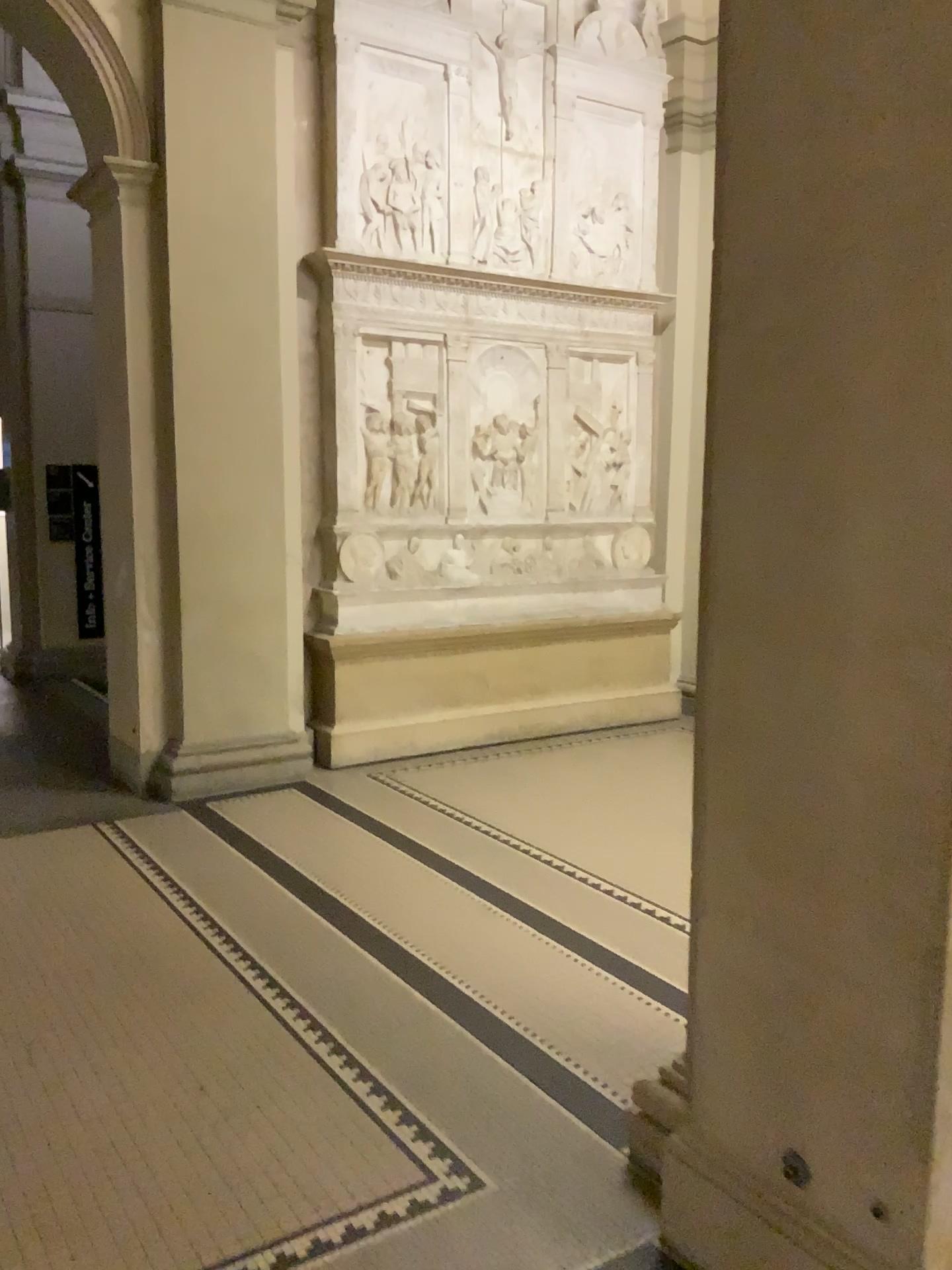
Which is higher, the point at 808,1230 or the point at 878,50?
the point at 878,50

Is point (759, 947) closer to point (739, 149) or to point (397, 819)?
point (739, 149)

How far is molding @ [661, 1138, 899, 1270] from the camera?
1.9 meters

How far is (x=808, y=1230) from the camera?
1.94m
